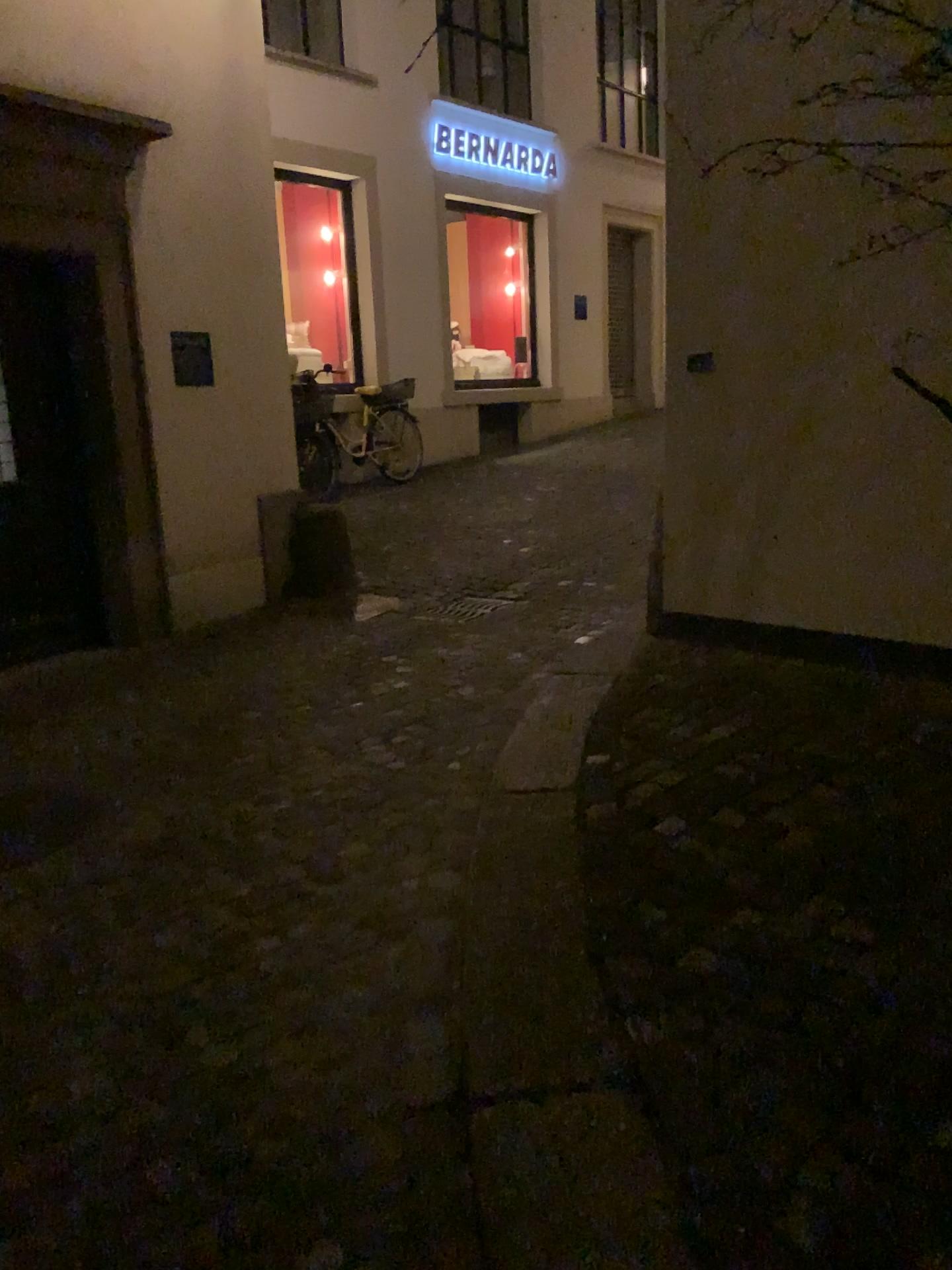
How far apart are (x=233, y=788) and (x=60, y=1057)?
1.4m
